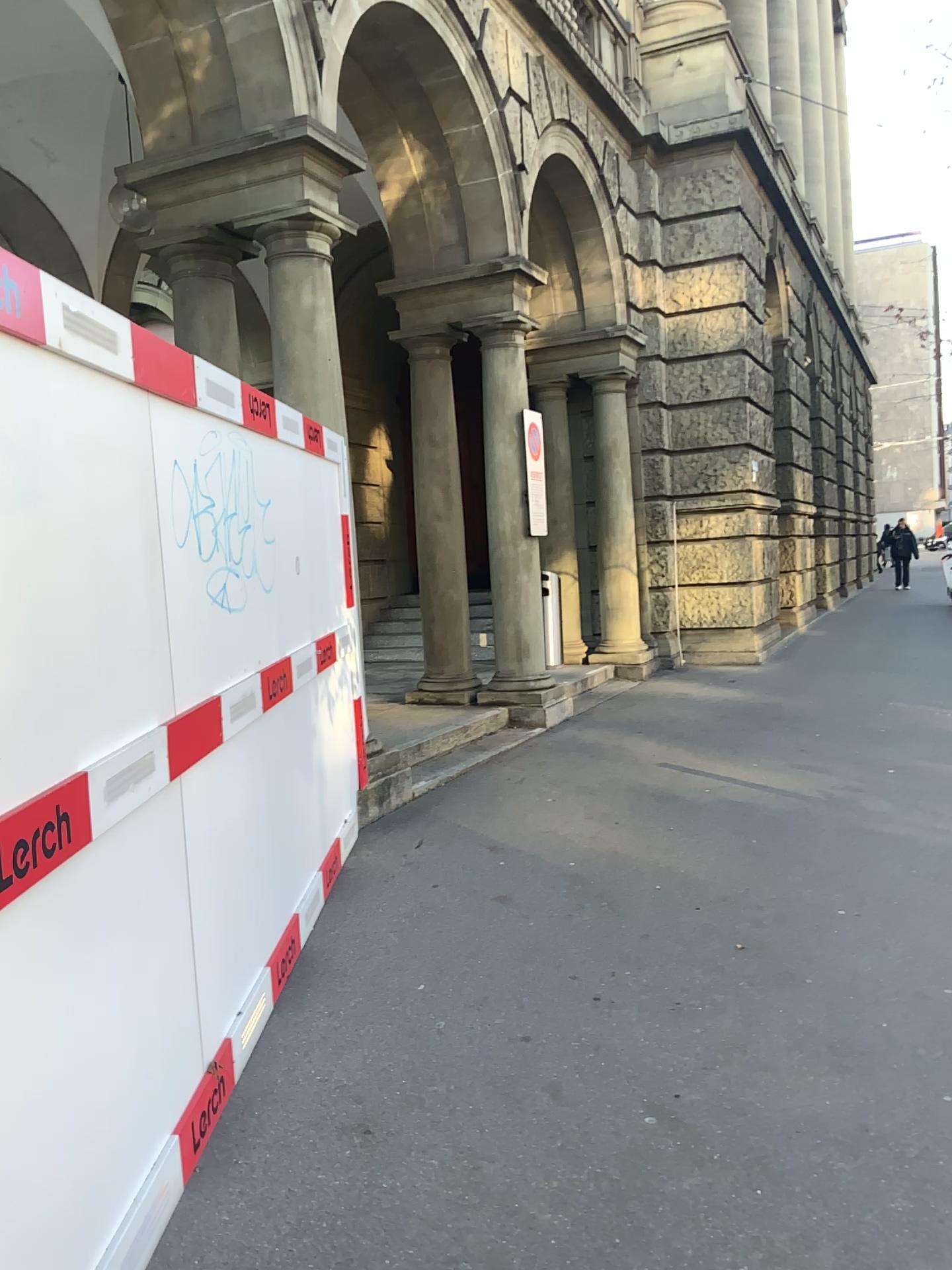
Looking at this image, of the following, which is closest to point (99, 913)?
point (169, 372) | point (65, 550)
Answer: point (65, 550)
